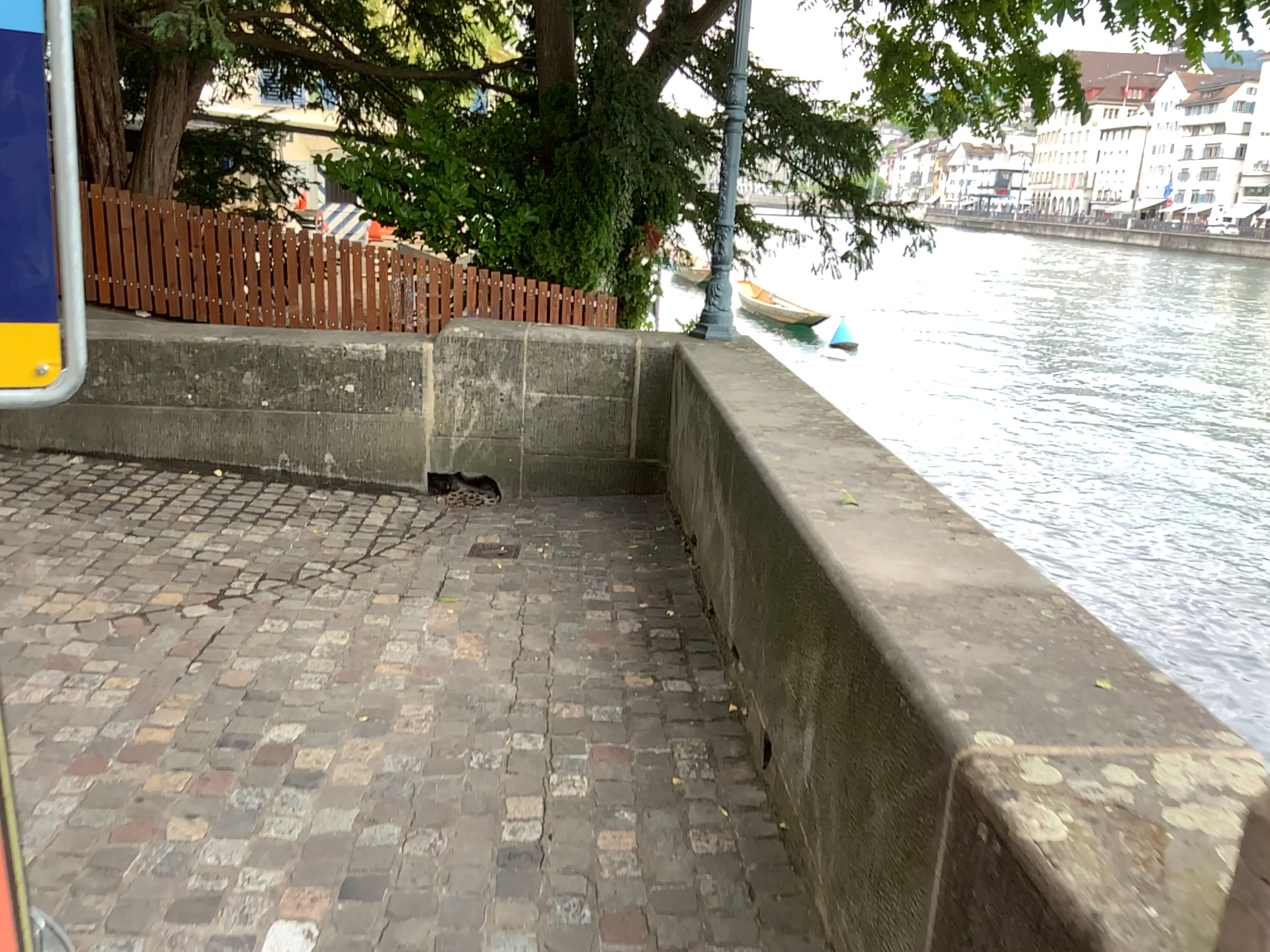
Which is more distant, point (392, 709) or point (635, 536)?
point (635, 536)
